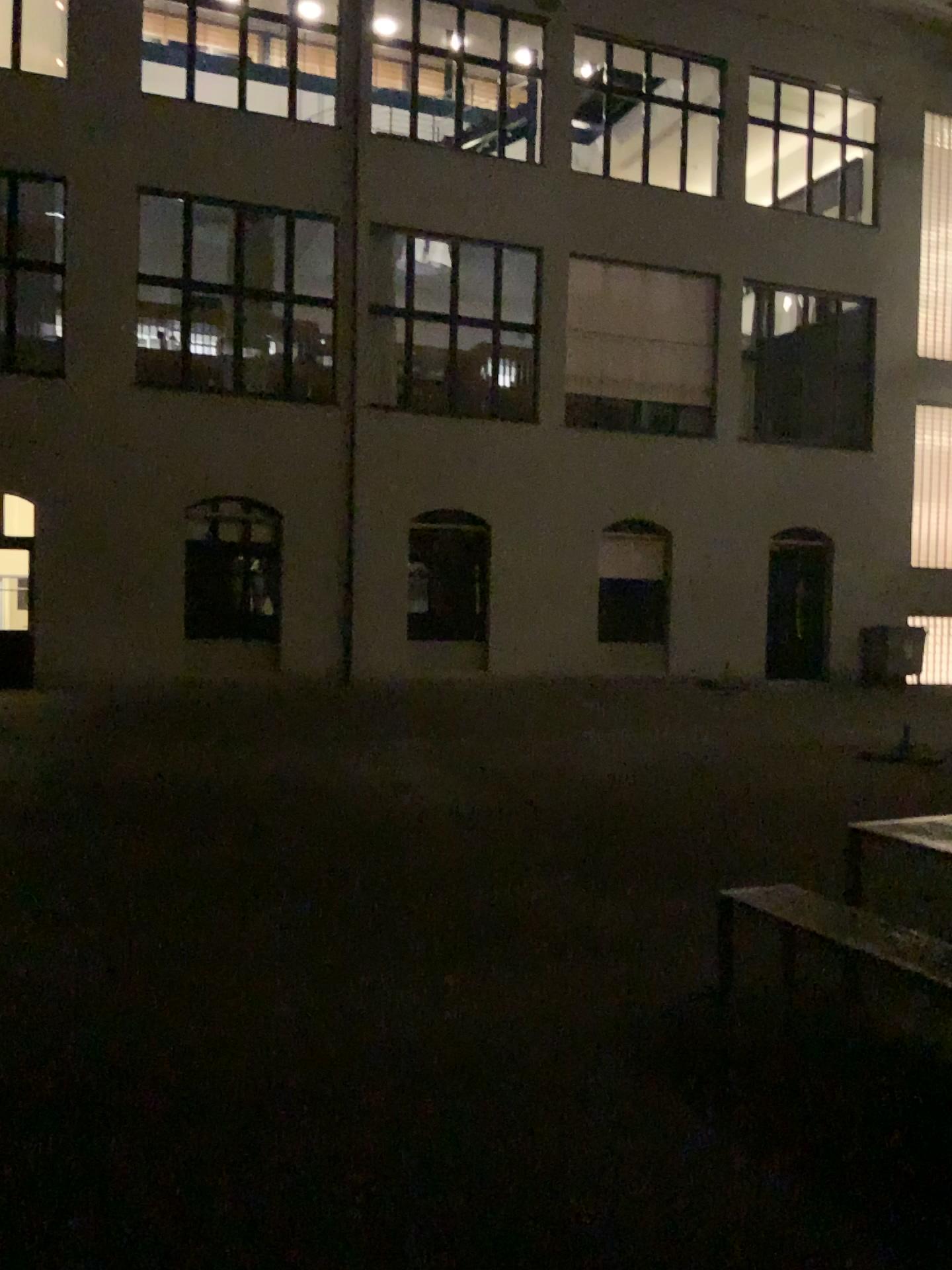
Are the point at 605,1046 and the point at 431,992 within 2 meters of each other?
yes
